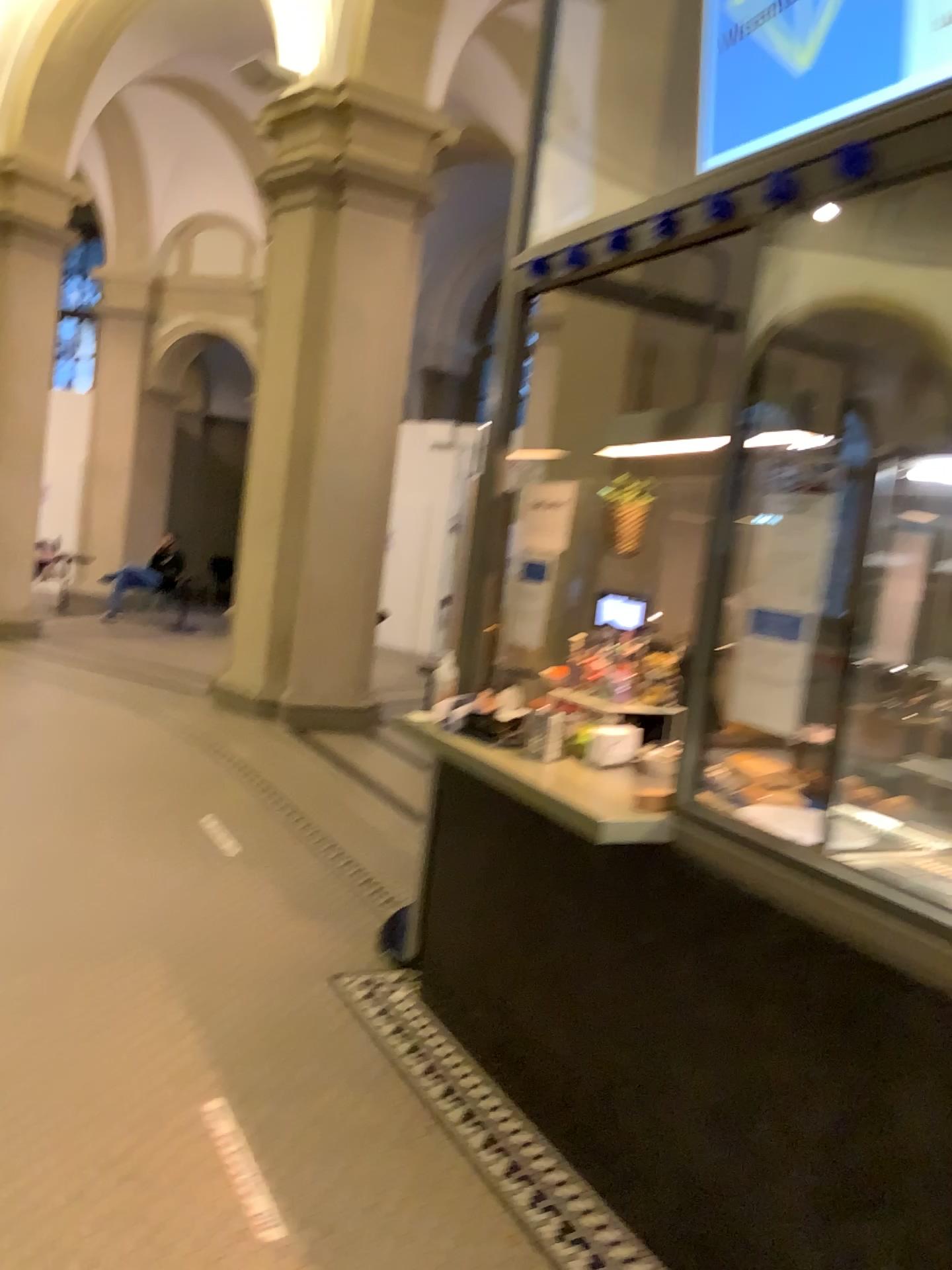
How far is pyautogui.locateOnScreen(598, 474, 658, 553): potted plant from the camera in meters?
4.3 m

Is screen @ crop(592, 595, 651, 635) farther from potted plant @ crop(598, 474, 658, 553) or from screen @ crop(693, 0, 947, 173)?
screen @ crop(693, 0, 947, 173)

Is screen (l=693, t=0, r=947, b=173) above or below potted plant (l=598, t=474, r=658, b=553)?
above

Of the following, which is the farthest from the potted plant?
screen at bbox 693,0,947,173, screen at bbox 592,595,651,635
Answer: screen at bbox 693,0,947,173

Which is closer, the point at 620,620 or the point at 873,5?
the point at 873,5

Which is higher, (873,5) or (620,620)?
(873,5)

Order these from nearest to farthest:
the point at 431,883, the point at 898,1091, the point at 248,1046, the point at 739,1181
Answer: the point at 898,1091 → the point at 739,1181 → the point at 248,1046 → the point at 431,883

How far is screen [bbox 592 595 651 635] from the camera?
4.13m

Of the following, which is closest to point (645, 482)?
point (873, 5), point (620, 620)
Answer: point (620, 620)

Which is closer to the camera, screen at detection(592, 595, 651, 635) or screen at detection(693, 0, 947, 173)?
screen at detection(693, 0, 947, 173)
